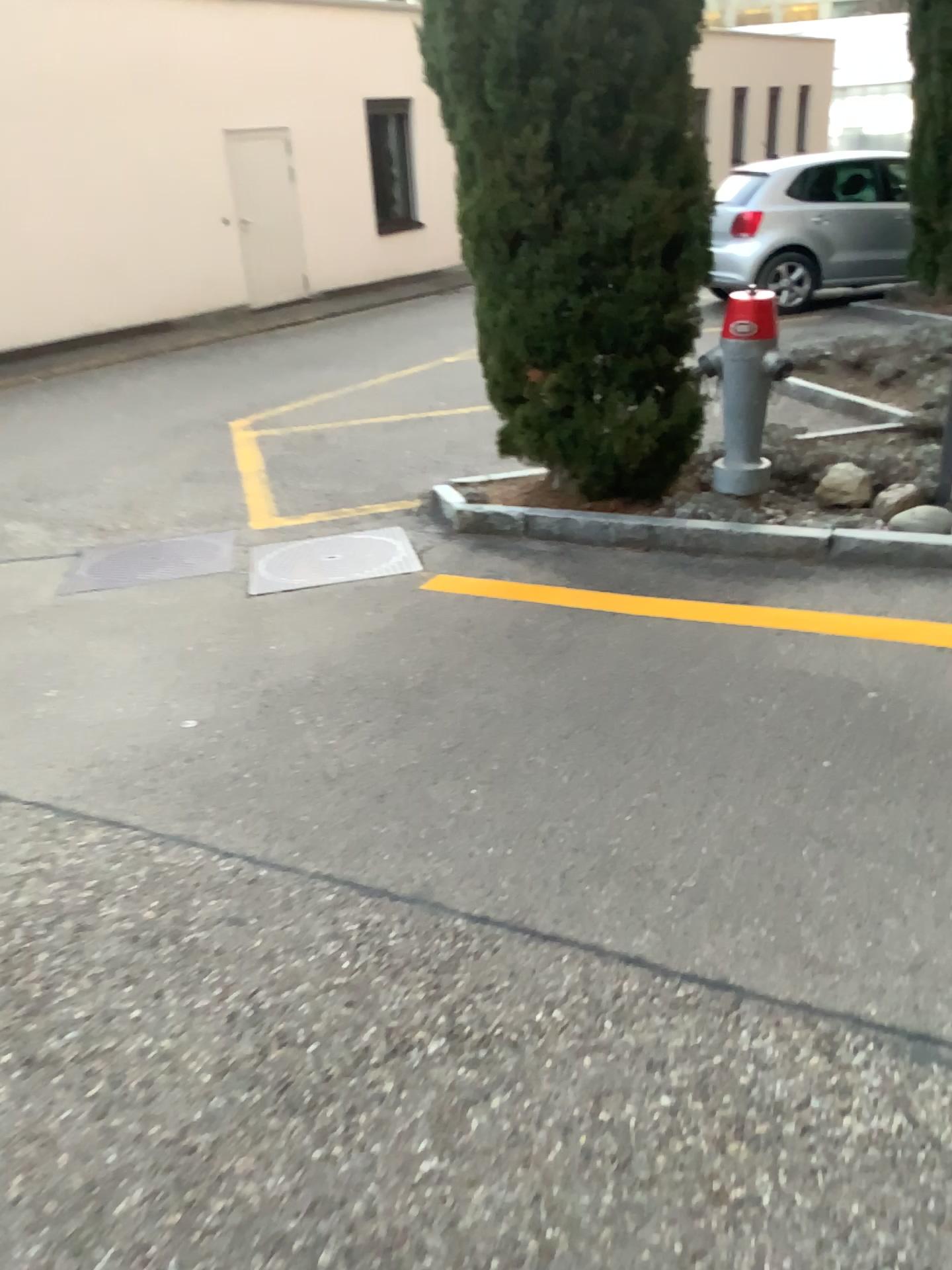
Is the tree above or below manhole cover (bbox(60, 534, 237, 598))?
above

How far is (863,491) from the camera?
4.3 meters

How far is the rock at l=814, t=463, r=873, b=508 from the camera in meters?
4.3 m

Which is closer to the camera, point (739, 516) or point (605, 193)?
point (605, 193)

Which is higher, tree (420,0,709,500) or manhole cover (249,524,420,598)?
tree (420,0,709,500)

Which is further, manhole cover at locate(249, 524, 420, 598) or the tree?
manhole cover at locate(249, 524, 420, 598)

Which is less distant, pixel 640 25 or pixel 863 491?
pixel 640 25

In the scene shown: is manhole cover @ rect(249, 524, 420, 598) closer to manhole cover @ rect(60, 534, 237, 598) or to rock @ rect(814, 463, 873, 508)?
manhole cover @ rect(60, 534, 237, 598)

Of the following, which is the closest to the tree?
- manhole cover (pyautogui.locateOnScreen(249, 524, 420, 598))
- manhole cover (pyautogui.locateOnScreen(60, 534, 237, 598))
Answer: manhole cover (pyautogui.locateOnScreen(249, 524, 420, 598))

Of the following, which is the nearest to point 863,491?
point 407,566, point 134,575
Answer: point 407,566
